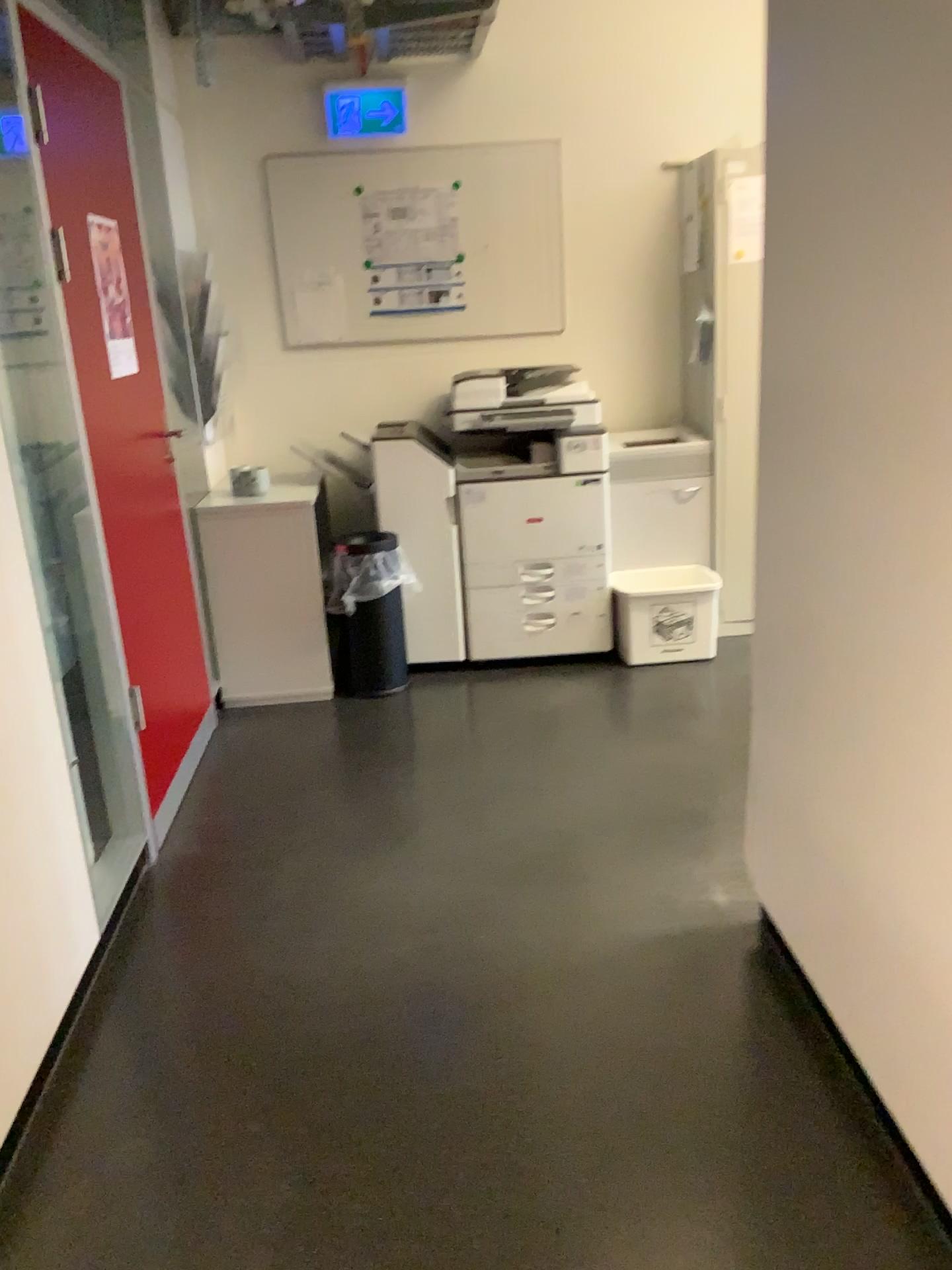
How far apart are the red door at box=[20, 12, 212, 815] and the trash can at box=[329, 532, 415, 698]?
0.74m

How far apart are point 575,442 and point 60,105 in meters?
2.1

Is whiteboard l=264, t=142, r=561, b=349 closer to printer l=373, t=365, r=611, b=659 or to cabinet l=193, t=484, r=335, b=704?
printer l=373, t=365, r=611, b=659

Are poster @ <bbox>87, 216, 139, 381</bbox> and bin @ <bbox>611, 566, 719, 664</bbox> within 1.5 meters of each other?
no

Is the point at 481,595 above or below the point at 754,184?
below

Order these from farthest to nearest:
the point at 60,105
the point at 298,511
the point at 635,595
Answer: the point at 635,595 < the point at 298,511 < the point at 60,105

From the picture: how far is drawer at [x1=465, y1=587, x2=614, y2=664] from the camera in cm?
416

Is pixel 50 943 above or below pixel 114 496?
below

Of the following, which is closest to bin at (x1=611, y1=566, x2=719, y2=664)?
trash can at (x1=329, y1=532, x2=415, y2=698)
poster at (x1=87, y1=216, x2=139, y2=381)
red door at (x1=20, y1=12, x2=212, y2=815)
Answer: trash can at (x1=329, y1=532, x2=415, y2=698)

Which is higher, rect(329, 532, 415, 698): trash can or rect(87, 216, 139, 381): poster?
rect(87, 216, 139, 381): poster
